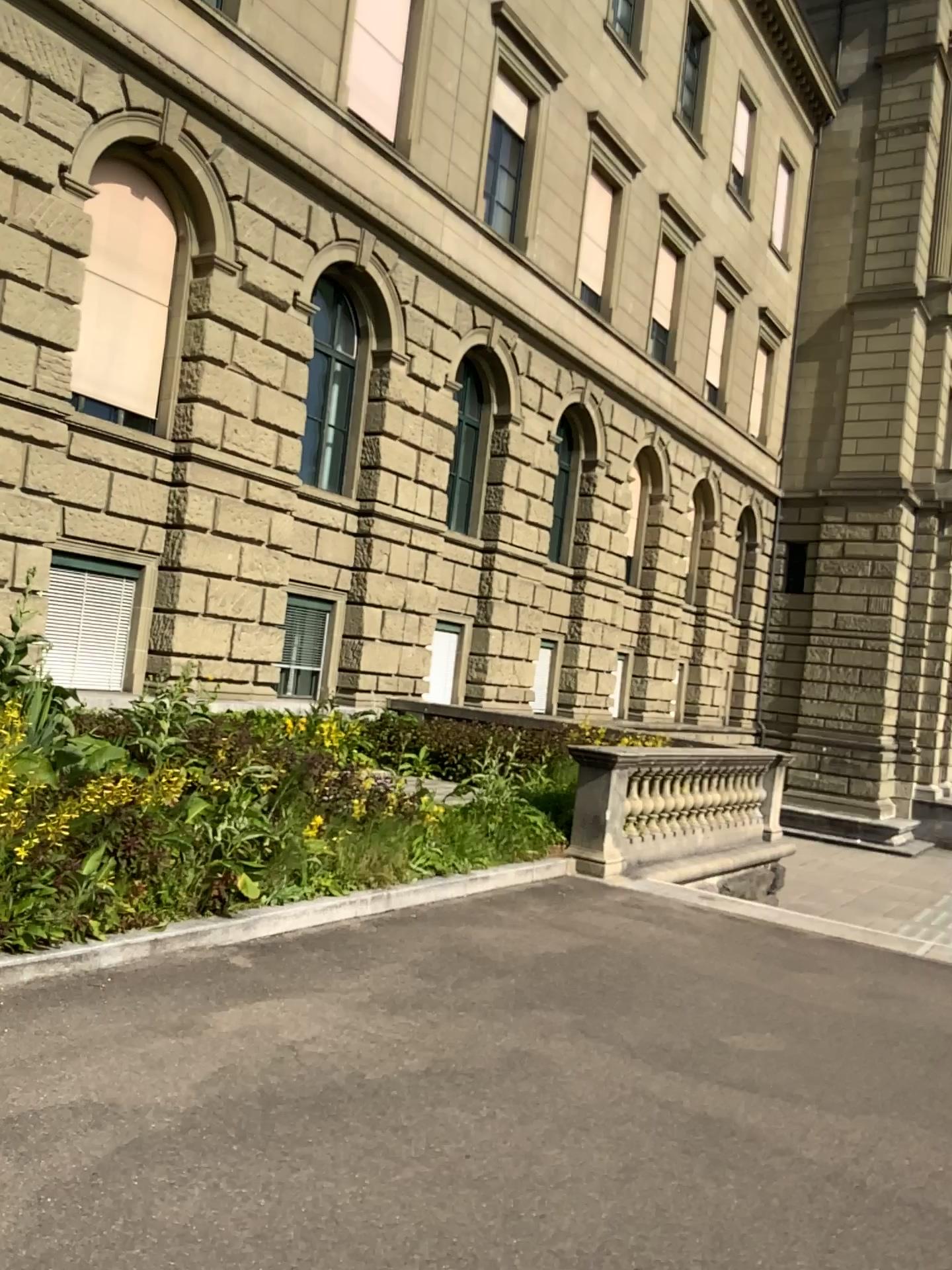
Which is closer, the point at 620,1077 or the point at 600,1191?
the point at 600,1191
